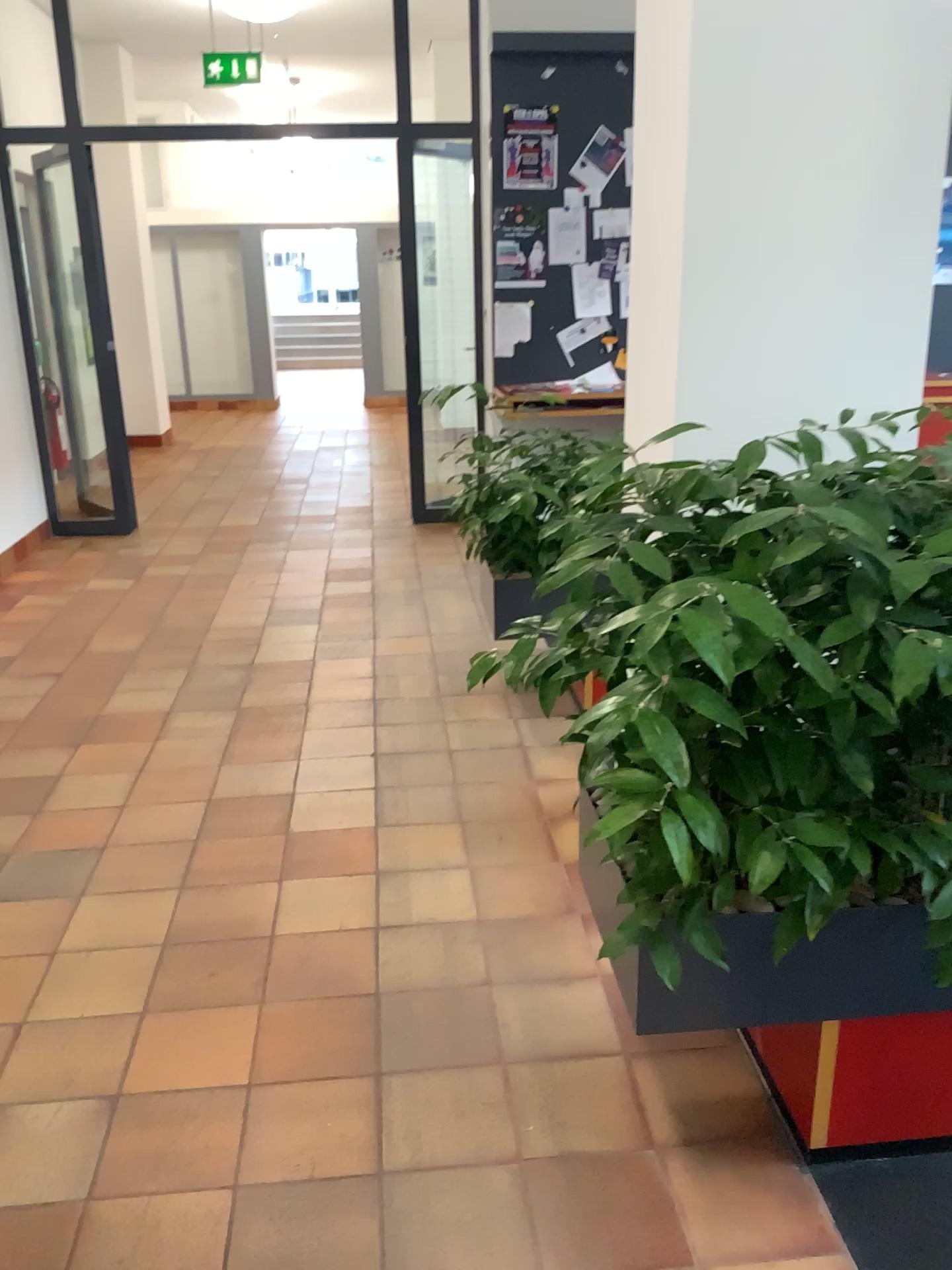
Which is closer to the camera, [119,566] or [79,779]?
[79,779]

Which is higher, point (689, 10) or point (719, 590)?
point (689, 10)

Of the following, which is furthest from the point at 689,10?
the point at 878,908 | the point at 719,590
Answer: the point at 878,908

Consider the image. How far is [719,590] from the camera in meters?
1.5

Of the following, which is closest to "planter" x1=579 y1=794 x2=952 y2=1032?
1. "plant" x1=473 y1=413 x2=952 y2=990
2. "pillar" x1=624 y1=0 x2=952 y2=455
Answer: "plant" x1=473 y1=413 x2=952 y2=990

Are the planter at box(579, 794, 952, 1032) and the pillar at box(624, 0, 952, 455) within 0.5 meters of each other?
no

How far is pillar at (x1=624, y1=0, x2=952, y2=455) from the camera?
2.2 meters

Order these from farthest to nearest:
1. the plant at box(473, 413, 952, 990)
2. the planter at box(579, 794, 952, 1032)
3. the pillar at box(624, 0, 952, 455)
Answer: the pillar at box(624, 0, 952, 455), the planter at box(579, 794, 952, 1032), the plant at box(473, 413, 952, 990)

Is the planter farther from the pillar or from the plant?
the pillar

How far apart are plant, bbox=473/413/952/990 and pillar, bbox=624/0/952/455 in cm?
60
